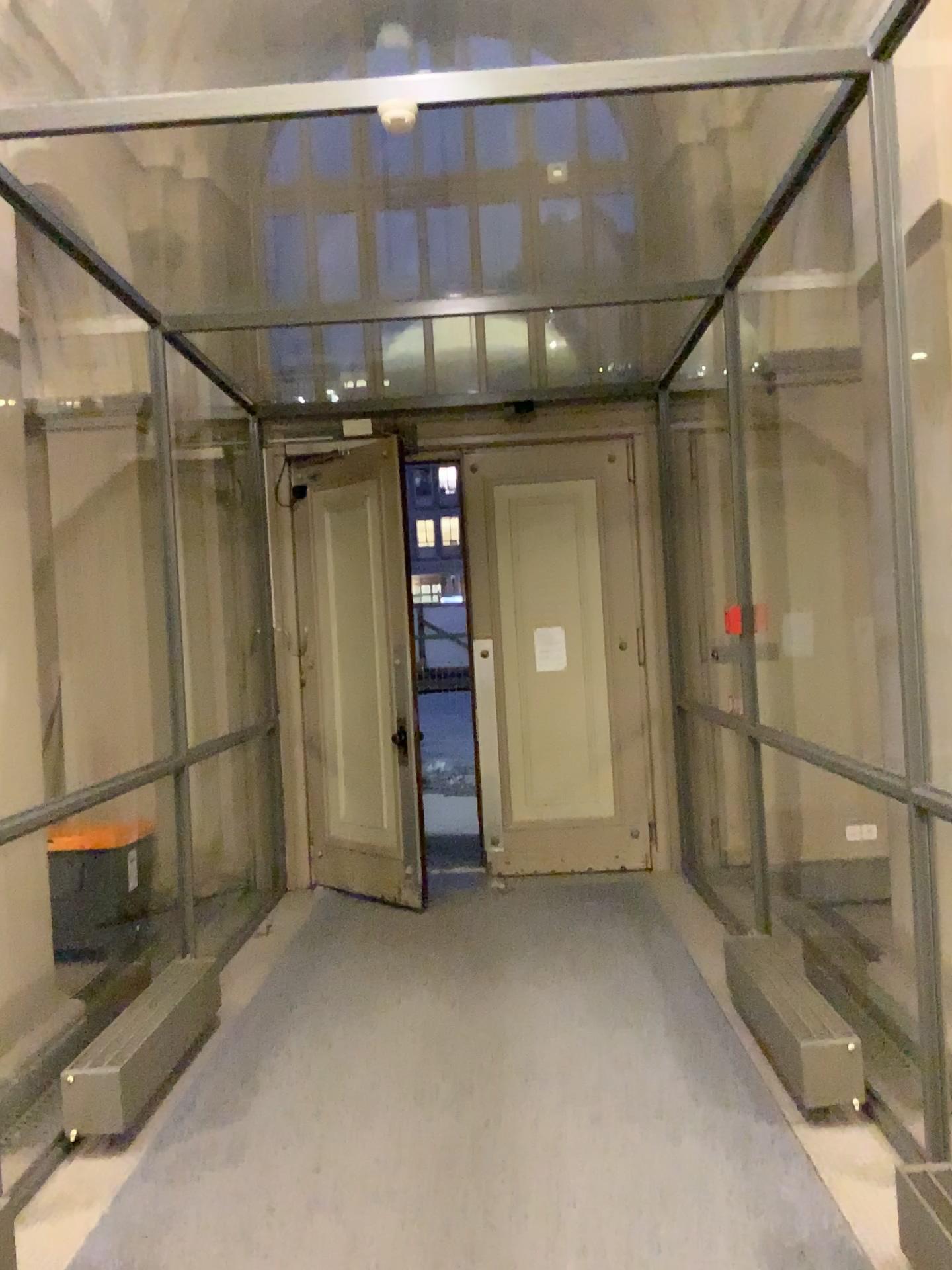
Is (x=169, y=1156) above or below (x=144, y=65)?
below

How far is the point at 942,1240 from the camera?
2.43m

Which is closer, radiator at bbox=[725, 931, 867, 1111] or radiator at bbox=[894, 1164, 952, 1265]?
radiator at bbox=[894, 1164, 952, 1265]

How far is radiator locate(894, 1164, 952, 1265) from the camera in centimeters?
243cm

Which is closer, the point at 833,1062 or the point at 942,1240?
the point at 942,1240
